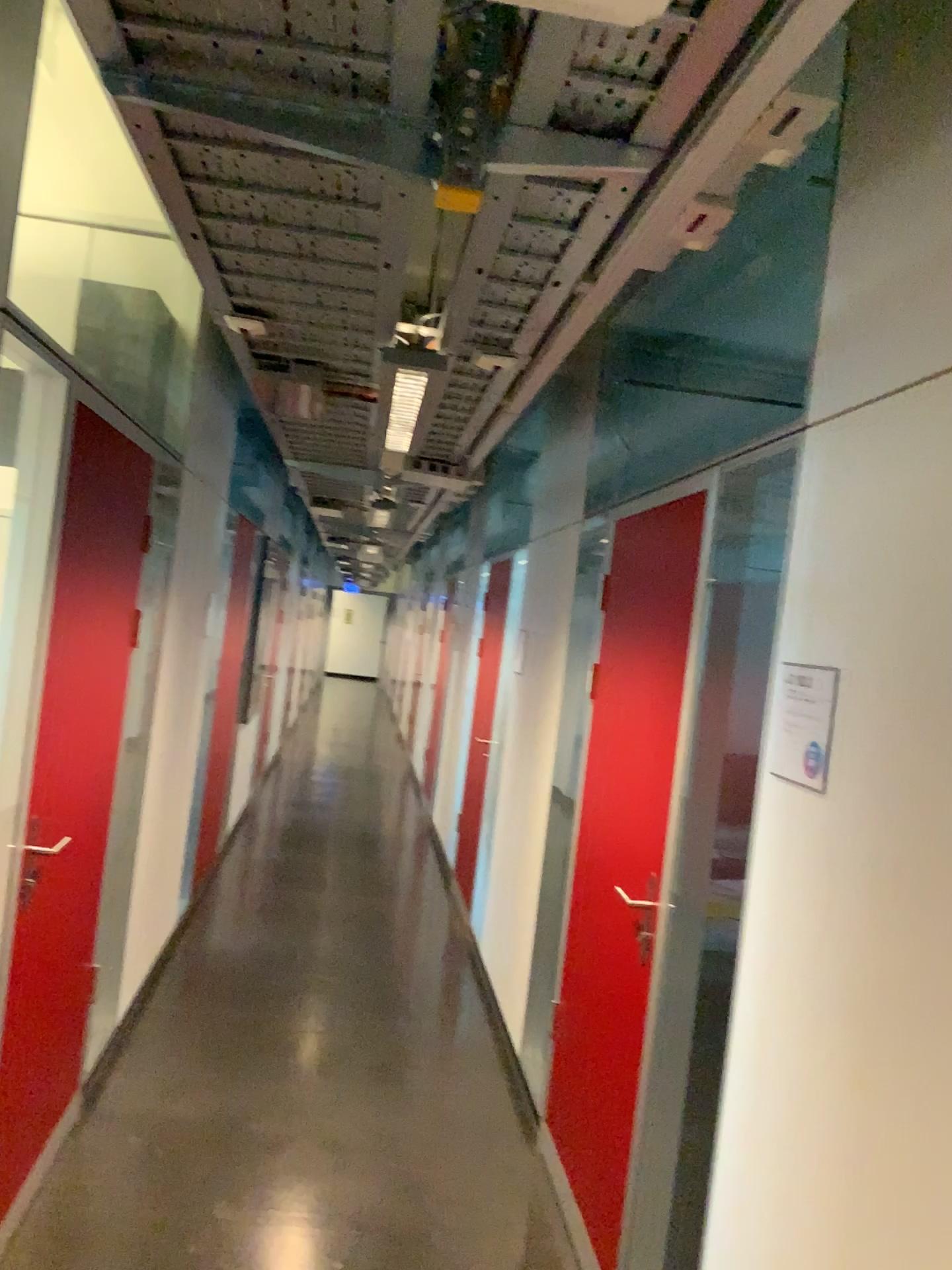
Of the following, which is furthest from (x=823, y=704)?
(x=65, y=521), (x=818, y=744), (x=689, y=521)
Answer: (x=65, y=521)

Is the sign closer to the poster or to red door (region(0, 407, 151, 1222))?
the poster

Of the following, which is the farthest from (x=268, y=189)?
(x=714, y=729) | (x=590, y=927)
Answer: (x=590, y=927)

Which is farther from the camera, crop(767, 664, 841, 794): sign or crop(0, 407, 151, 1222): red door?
crop(0, 407, 151, 1222): red door

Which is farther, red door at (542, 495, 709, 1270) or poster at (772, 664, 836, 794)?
red door at (542, 495, 709, 1270)

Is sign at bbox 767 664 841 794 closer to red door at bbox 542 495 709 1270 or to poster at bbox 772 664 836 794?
poster at bbox 772 664 836 794

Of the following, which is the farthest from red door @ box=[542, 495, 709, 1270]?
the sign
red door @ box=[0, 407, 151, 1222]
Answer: red door @ box=[0, 407, 151, 1222]

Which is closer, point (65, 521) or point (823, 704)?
point (823, 704)

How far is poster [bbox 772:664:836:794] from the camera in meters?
1.8

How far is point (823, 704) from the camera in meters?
1.8
